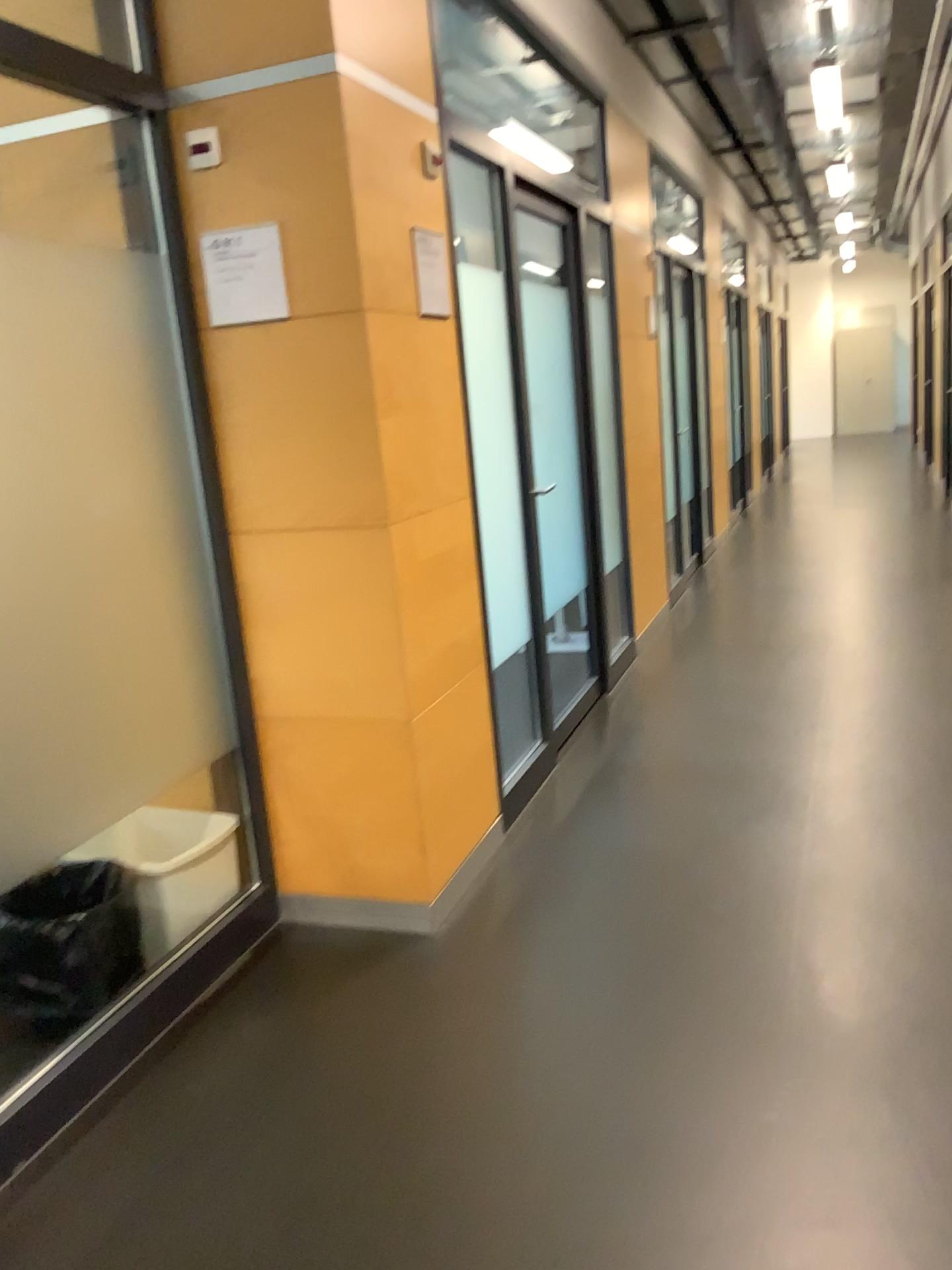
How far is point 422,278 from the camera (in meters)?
2.75

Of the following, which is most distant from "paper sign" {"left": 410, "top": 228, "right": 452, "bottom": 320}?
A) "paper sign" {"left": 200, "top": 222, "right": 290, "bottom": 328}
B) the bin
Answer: the bin

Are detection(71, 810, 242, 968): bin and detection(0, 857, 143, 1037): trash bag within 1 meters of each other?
yes

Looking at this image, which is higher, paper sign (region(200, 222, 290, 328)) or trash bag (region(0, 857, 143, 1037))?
paper sign (region(200, 222, 290, 328))

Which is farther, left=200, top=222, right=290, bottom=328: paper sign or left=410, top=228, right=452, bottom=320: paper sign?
left=410, top=228, right=452, bottom=320: paper sign

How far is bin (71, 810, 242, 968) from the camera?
2.6m

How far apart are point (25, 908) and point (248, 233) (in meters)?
1.62

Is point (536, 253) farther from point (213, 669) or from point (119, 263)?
point (213, 669)

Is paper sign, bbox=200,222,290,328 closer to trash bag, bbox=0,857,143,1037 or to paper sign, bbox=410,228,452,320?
paper sign, bbox=410,228,452,320

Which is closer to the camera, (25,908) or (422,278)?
(25,908)
